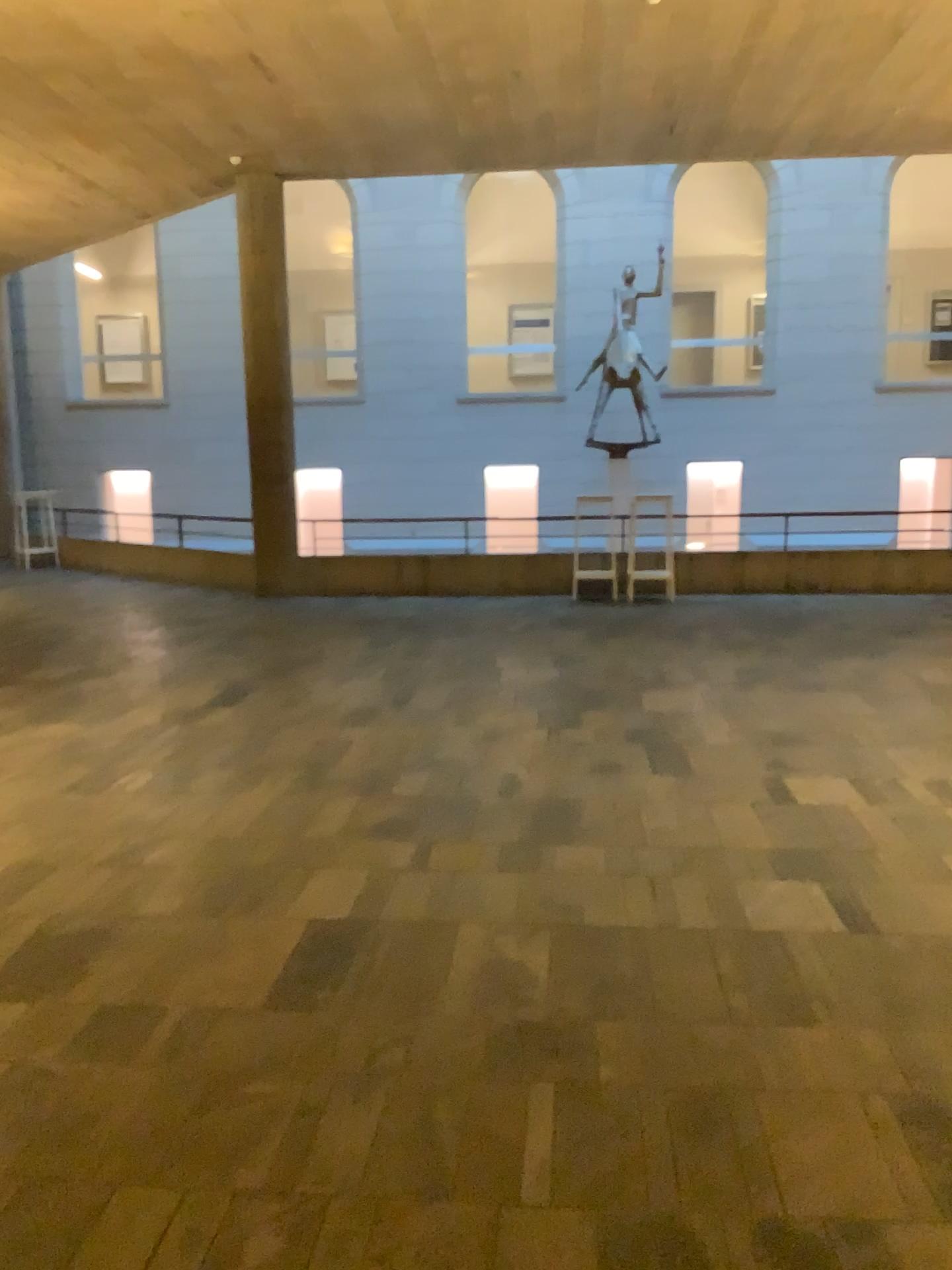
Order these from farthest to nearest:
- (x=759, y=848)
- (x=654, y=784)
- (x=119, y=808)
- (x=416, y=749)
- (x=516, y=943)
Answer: (x=416, y=749) → (x=654, y=784) → (x=119, y=808) → (x=759, y=848) → (x=516, y=943)
